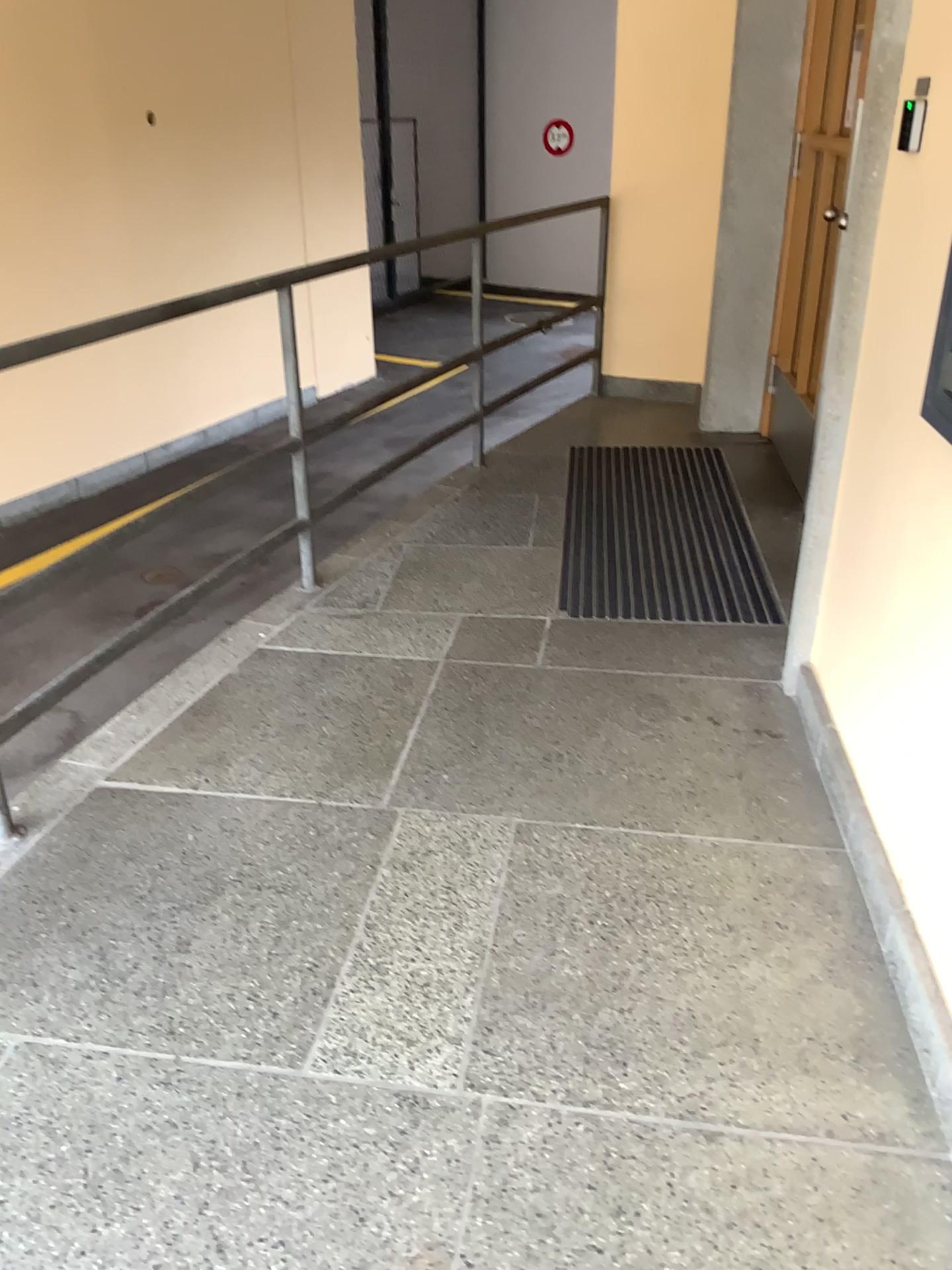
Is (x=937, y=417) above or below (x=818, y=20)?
below

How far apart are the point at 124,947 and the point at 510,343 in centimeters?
336cm

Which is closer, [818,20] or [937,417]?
[937,417]

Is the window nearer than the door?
Yes
